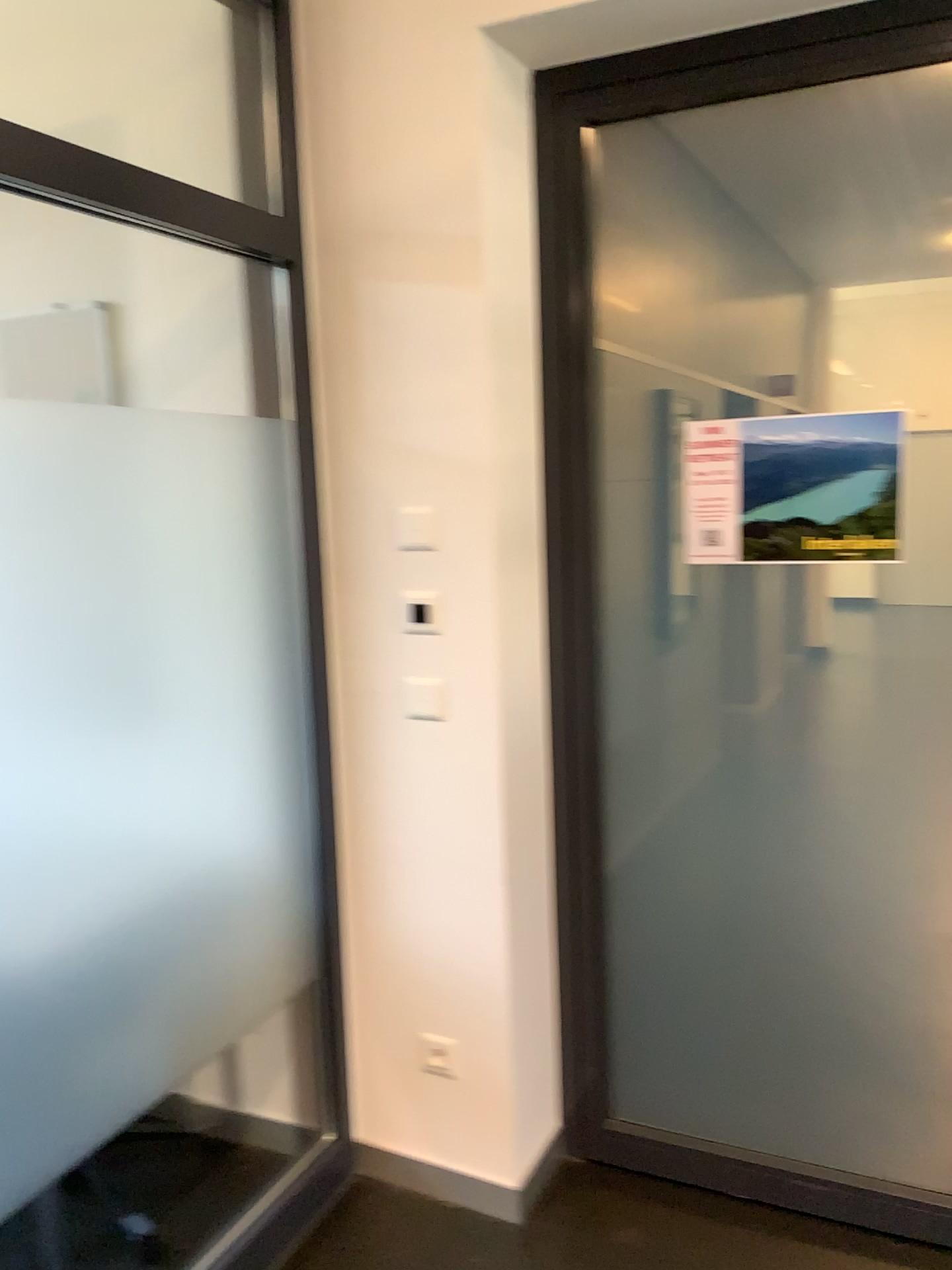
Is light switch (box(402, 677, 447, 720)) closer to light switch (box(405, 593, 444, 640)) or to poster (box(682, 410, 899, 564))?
light switch (box(405, 593, 444, 640))

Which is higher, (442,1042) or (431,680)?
(431,680)

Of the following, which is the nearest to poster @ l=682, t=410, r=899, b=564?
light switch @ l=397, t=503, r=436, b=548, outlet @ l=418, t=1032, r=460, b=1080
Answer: light switch @ l=397, t=503, r=436, b=548

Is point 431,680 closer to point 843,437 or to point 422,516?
point 422,516

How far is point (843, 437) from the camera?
2.1m

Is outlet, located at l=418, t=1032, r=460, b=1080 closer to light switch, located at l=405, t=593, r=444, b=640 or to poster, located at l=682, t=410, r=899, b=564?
light switch, located at l=405, t=593, r=444, b=640

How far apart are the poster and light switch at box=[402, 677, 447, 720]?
0.6m

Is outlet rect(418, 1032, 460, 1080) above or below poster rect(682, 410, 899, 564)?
below

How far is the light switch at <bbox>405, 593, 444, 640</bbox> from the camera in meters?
2.2

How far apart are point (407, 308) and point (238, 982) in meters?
1.5
